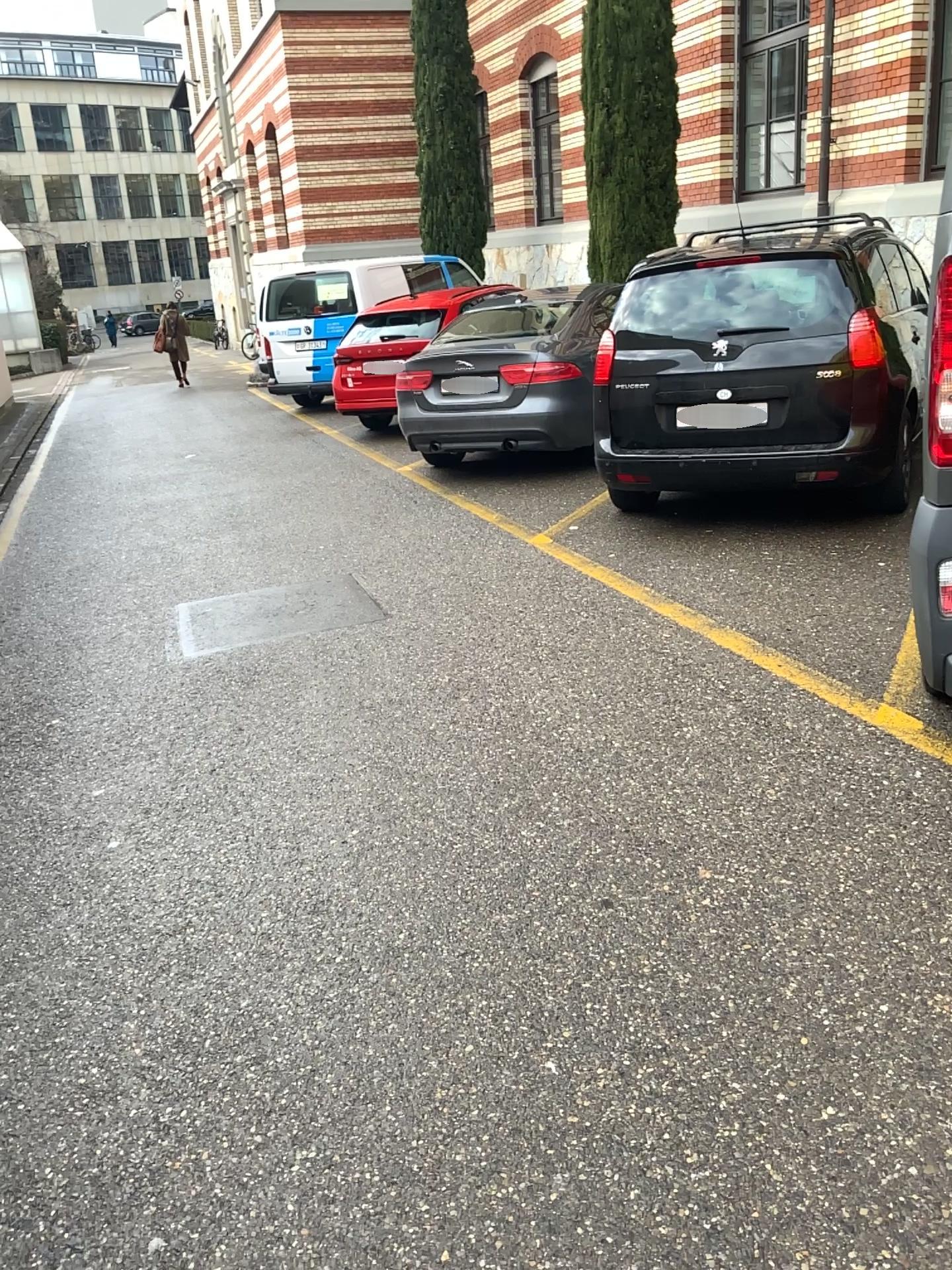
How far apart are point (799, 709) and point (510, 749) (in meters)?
1.03
